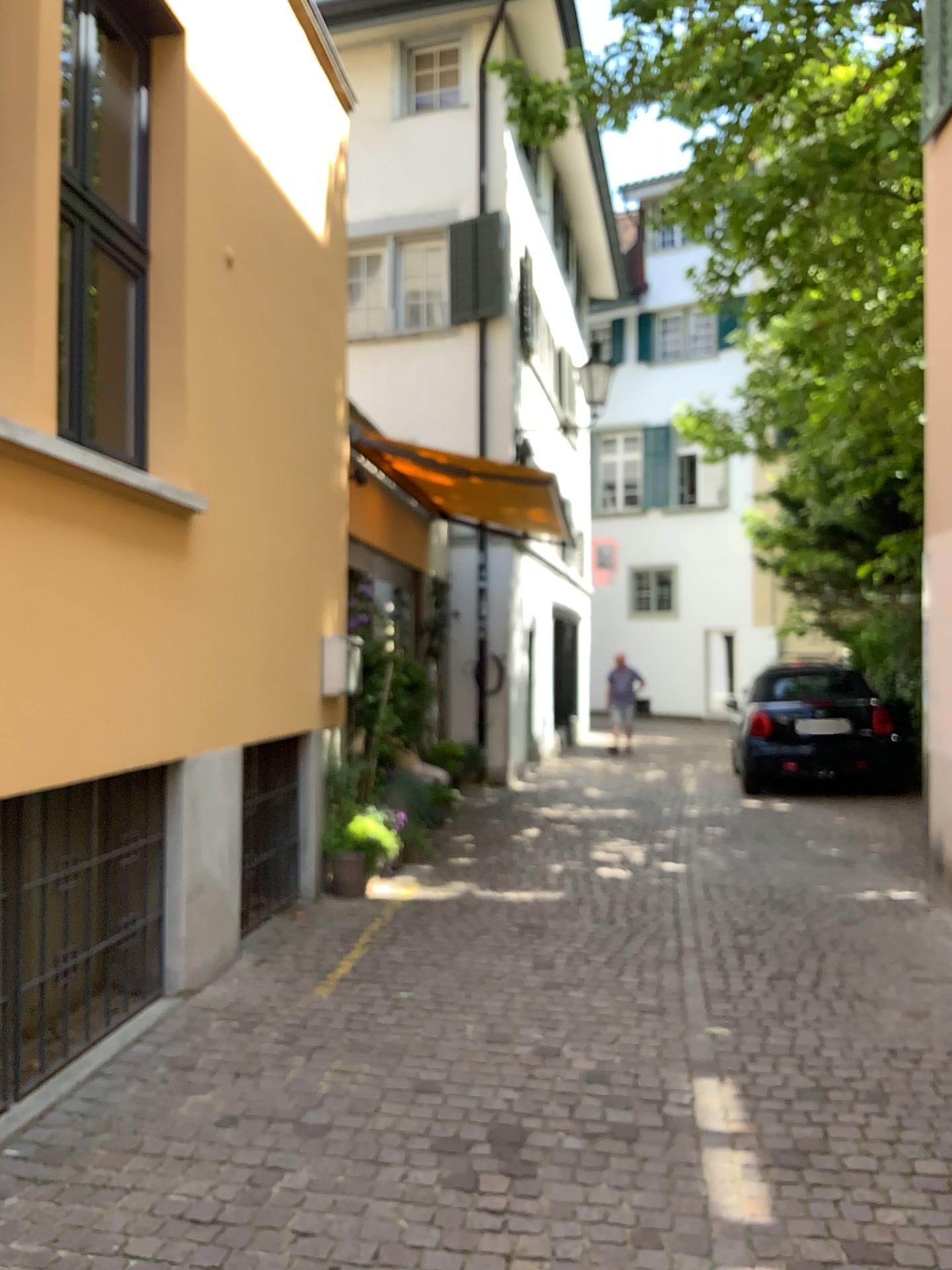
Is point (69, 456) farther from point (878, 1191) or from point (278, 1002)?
point (878, 1191)
